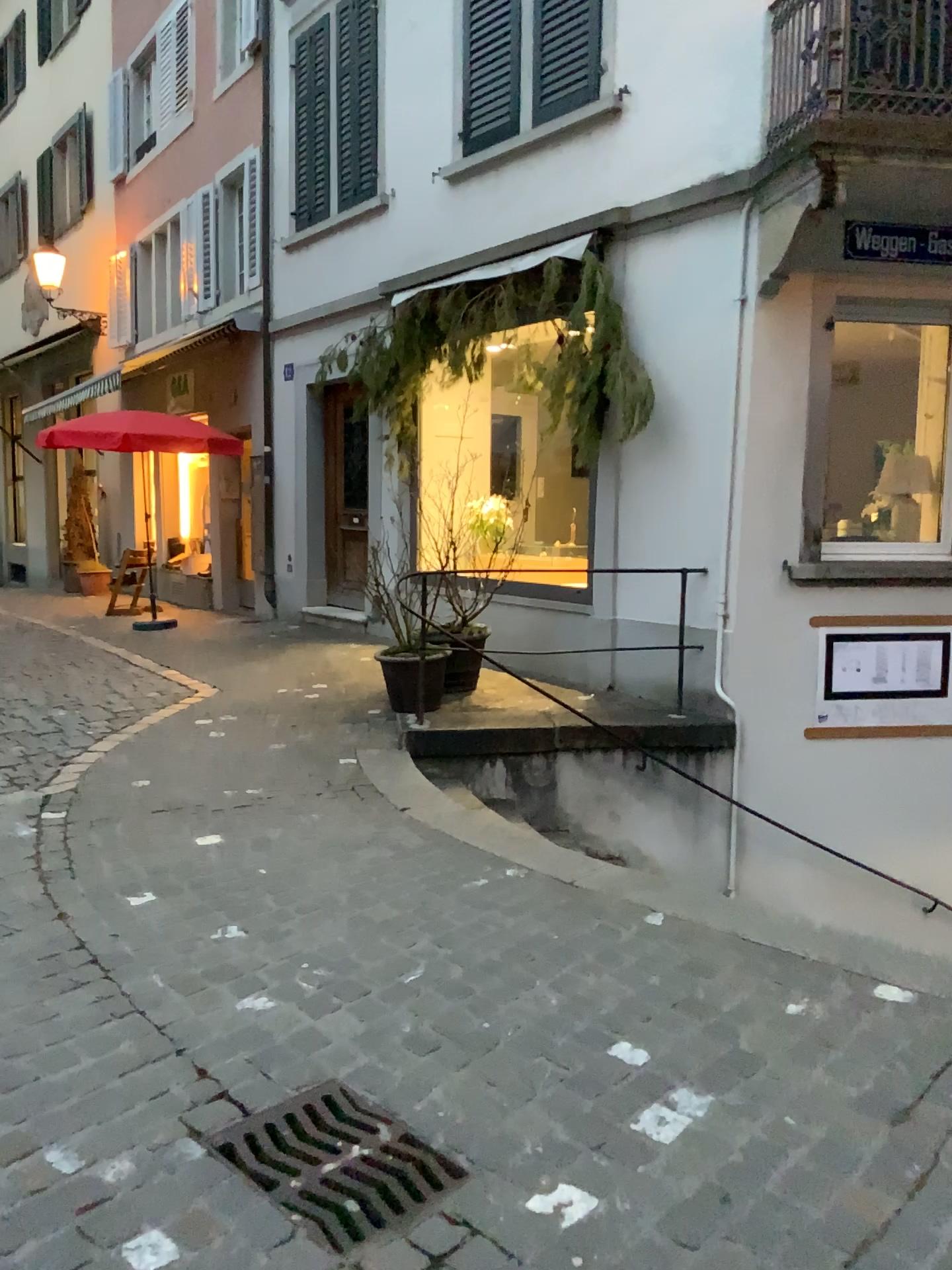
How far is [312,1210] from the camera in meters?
2.1 m

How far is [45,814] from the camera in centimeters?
445cm

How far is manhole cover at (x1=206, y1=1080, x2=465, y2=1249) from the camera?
2.1m
